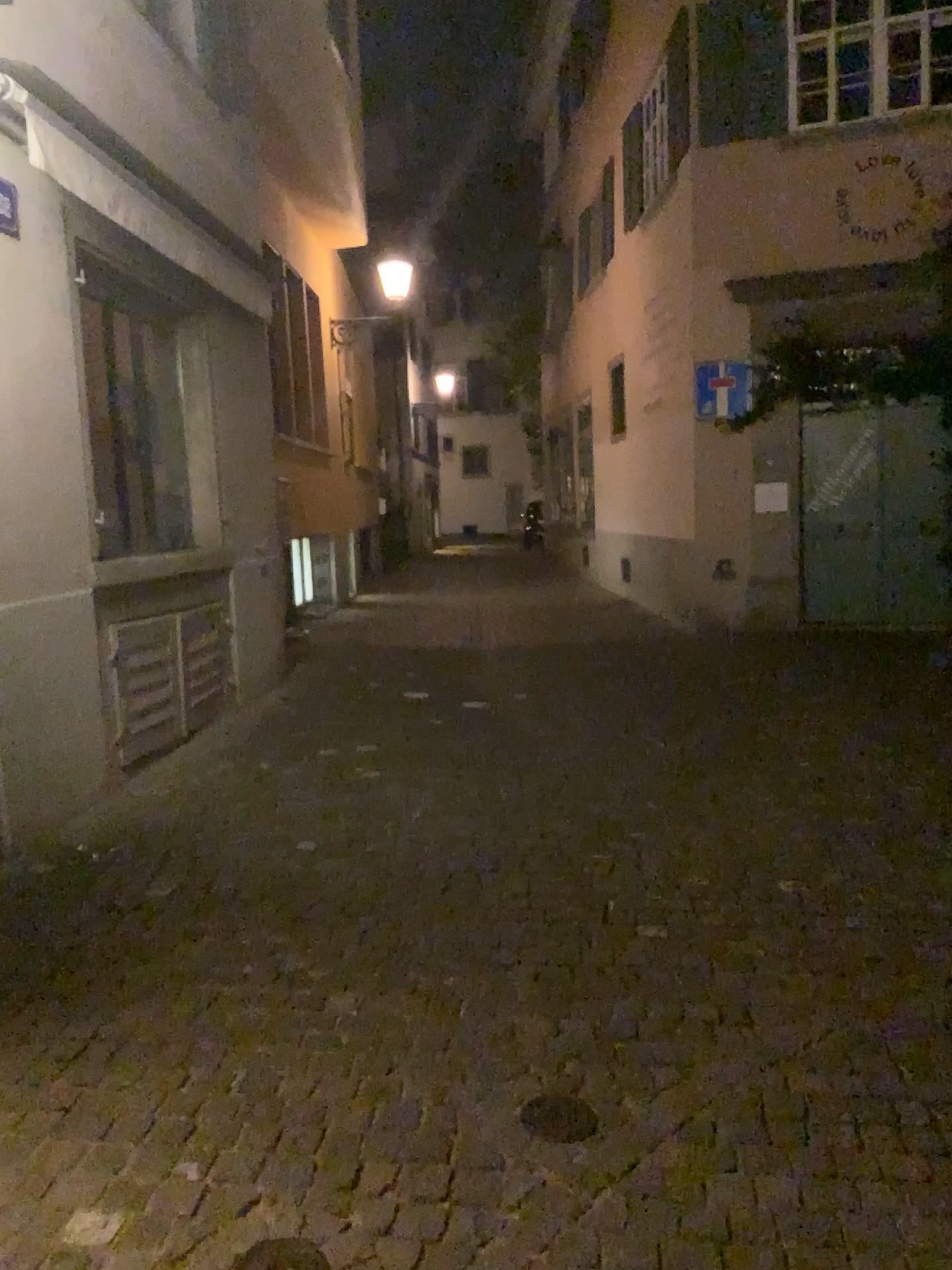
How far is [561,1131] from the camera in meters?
2.5 m

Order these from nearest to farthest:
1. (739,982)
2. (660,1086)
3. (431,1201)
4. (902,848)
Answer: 1. (431,1201)
2. (660,1086)
3. (739,982)
4. (902,848)

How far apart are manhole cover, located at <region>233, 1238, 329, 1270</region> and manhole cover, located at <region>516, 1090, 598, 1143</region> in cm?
62

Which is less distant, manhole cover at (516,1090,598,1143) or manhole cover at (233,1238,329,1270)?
A: manhole cover at (233,1238,329,1270)

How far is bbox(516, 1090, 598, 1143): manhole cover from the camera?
2.5m

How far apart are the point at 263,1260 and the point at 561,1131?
0.7m

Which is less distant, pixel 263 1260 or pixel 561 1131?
pixel 263 1260

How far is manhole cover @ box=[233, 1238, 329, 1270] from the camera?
2.1 meters
